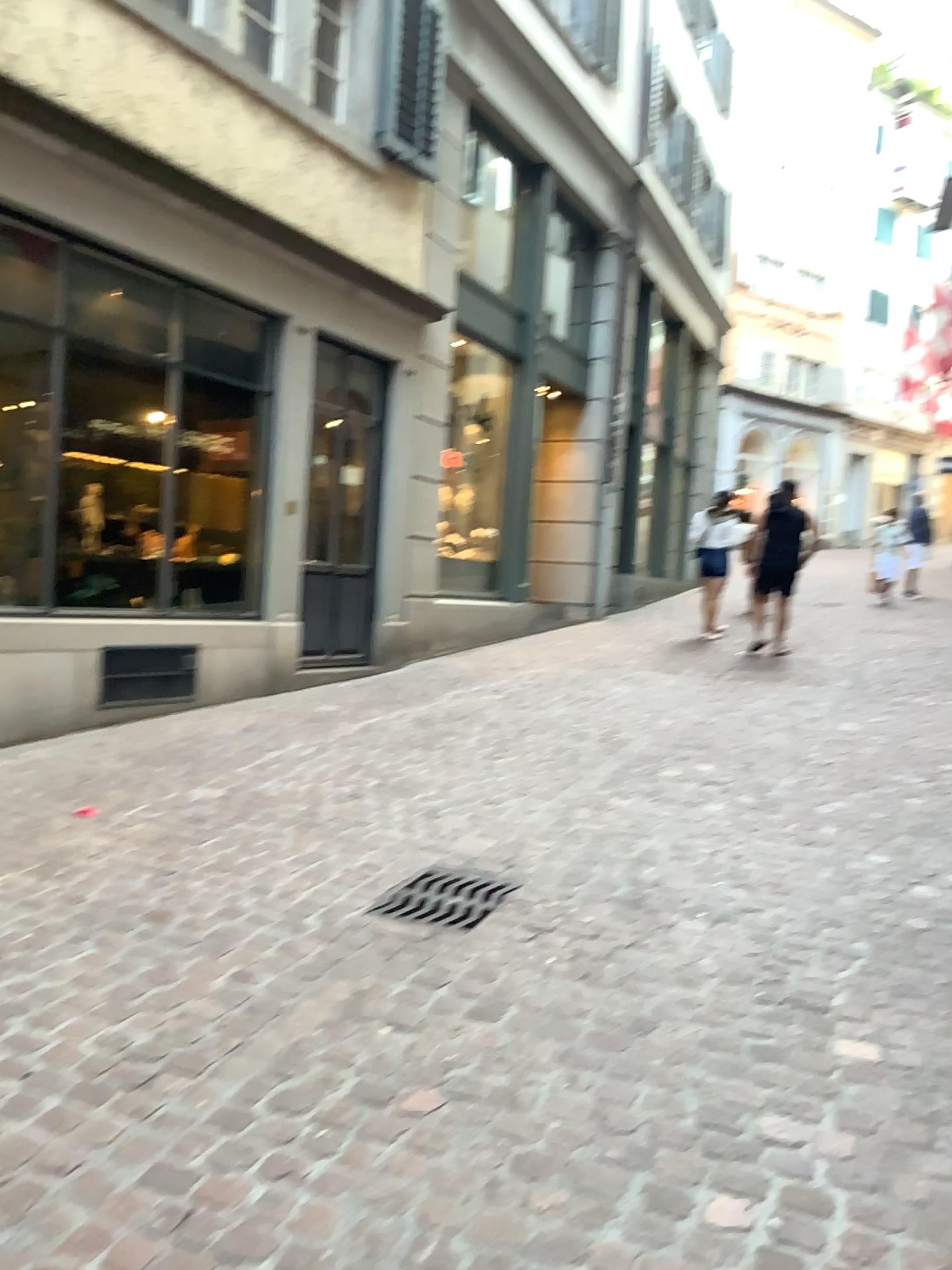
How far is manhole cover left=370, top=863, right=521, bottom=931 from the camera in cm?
333

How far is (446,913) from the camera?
3.33m

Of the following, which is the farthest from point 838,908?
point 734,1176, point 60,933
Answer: point 60,933

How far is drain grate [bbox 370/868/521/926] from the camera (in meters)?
3.33

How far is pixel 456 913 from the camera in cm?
333
